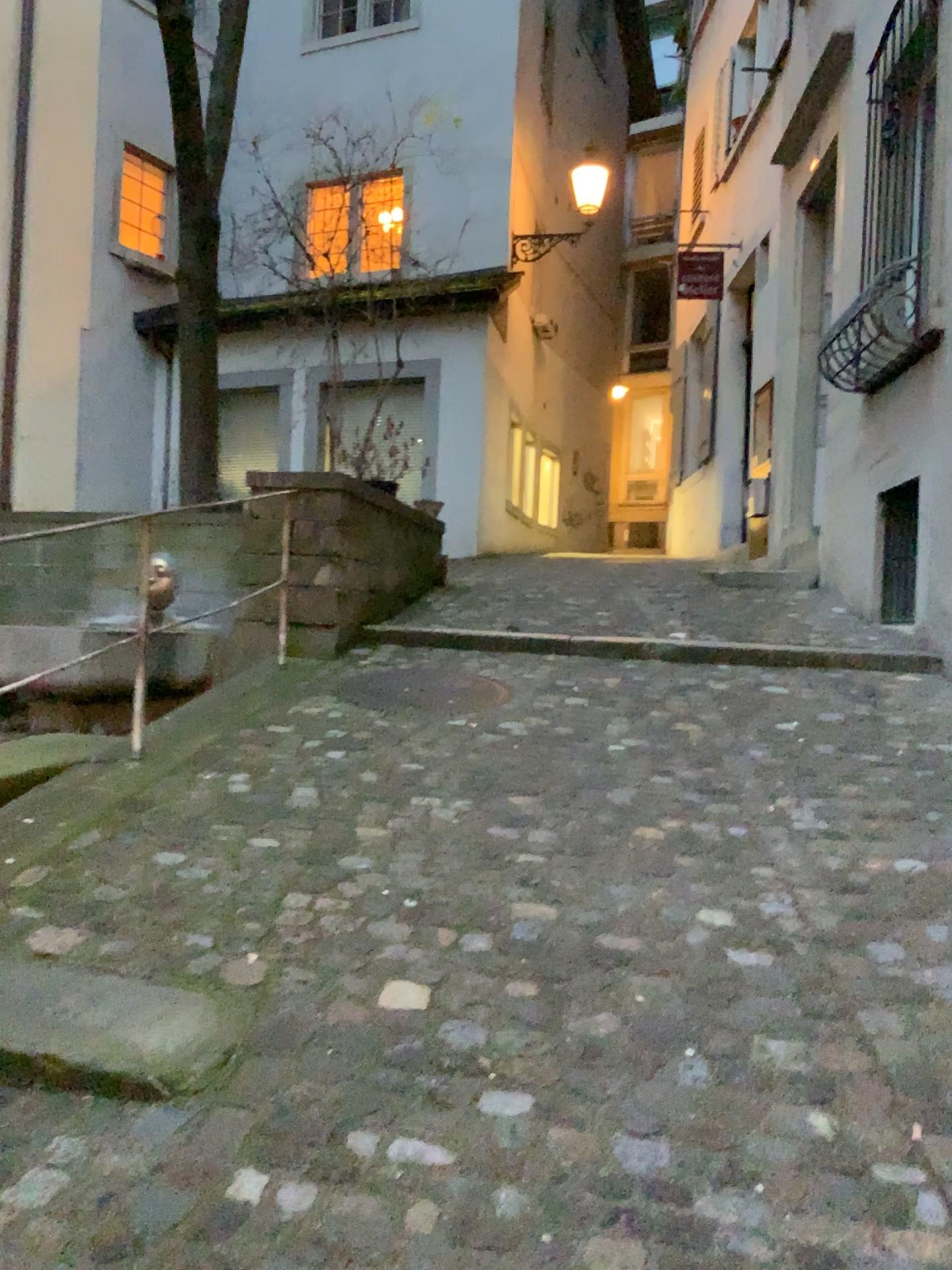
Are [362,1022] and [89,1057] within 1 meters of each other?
yes

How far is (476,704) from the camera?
4.20m

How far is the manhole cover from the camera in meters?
4.2 m
